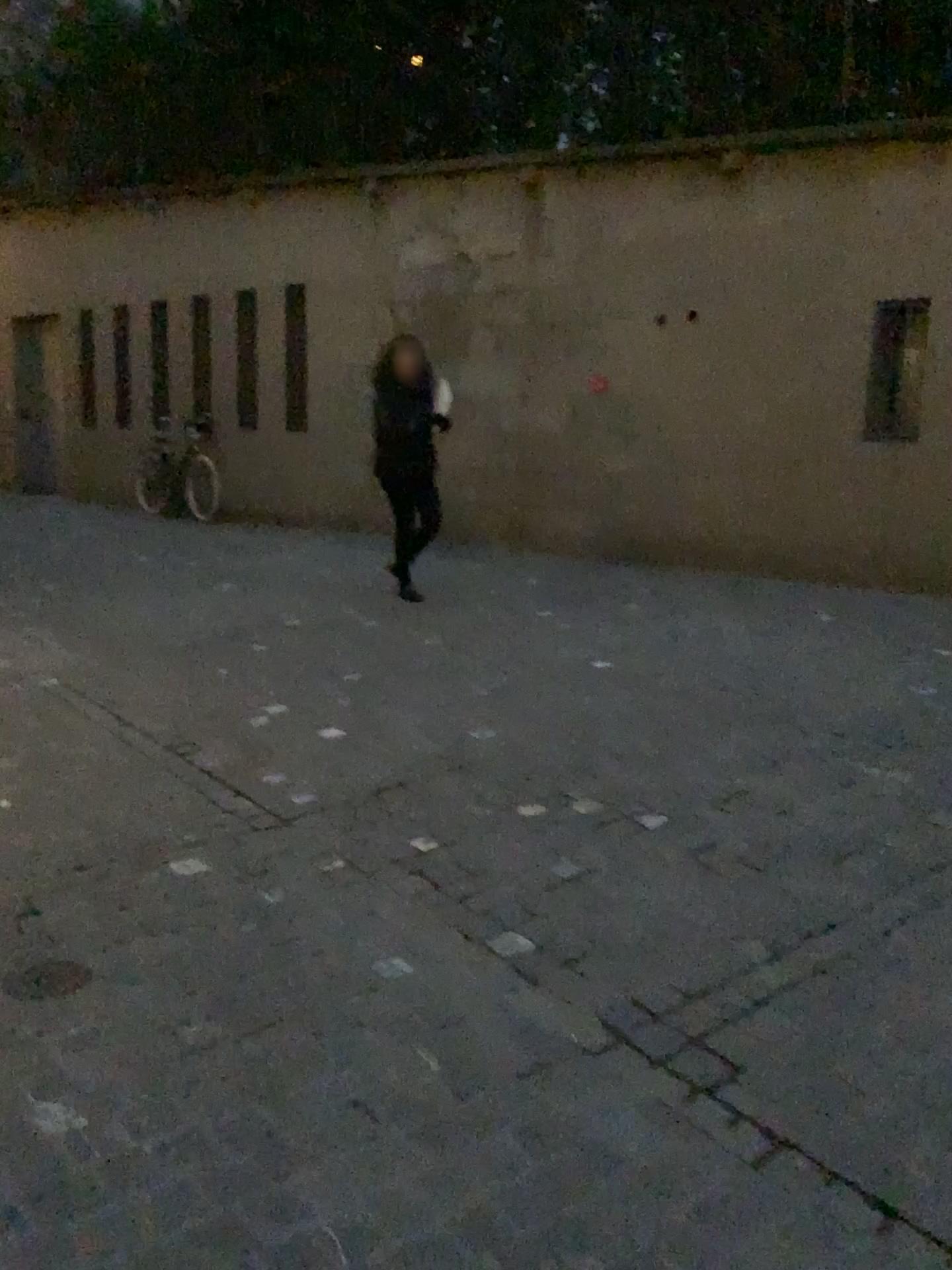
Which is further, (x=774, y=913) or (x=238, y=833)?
(x=238, y=833)

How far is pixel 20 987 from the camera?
2.43m

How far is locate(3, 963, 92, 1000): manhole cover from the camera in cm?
243
